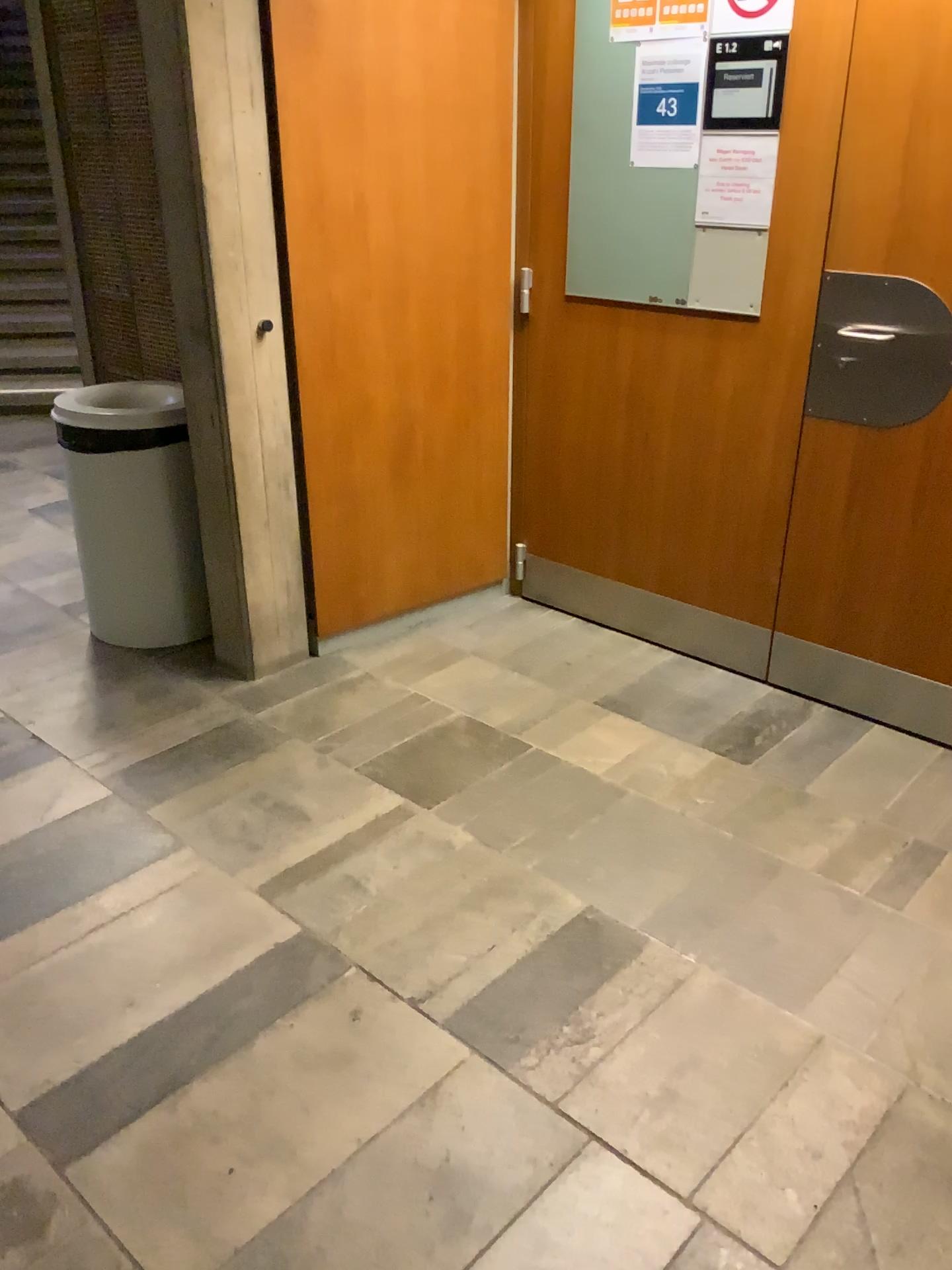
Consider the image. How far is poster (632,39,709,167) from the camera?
2.63m

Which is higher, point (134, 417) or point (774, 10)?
point (774, 10)

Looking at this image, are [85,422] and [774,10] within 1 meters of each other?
no

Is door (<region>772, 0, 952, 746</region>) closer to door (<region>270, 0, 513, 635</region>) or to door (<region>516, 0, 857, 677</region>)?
door (<region>516, 0, 857, 677</region>)

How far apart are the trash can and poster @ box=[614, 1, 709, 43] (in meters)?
1.56

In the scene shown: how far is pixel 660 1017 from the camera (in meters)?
1.88

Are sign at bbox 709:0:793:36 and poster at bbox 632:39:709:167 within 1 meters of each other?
yes

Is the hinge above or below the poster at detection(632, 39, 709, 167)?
below

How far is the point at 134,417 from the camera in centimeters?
300cm

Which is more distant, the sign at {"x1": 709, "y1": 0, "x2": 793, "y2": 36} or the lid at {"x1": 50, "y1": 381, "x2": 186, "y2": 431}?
the lid at {"x1": 50, "y1": 381, "x2": 186, "y2": 431}
